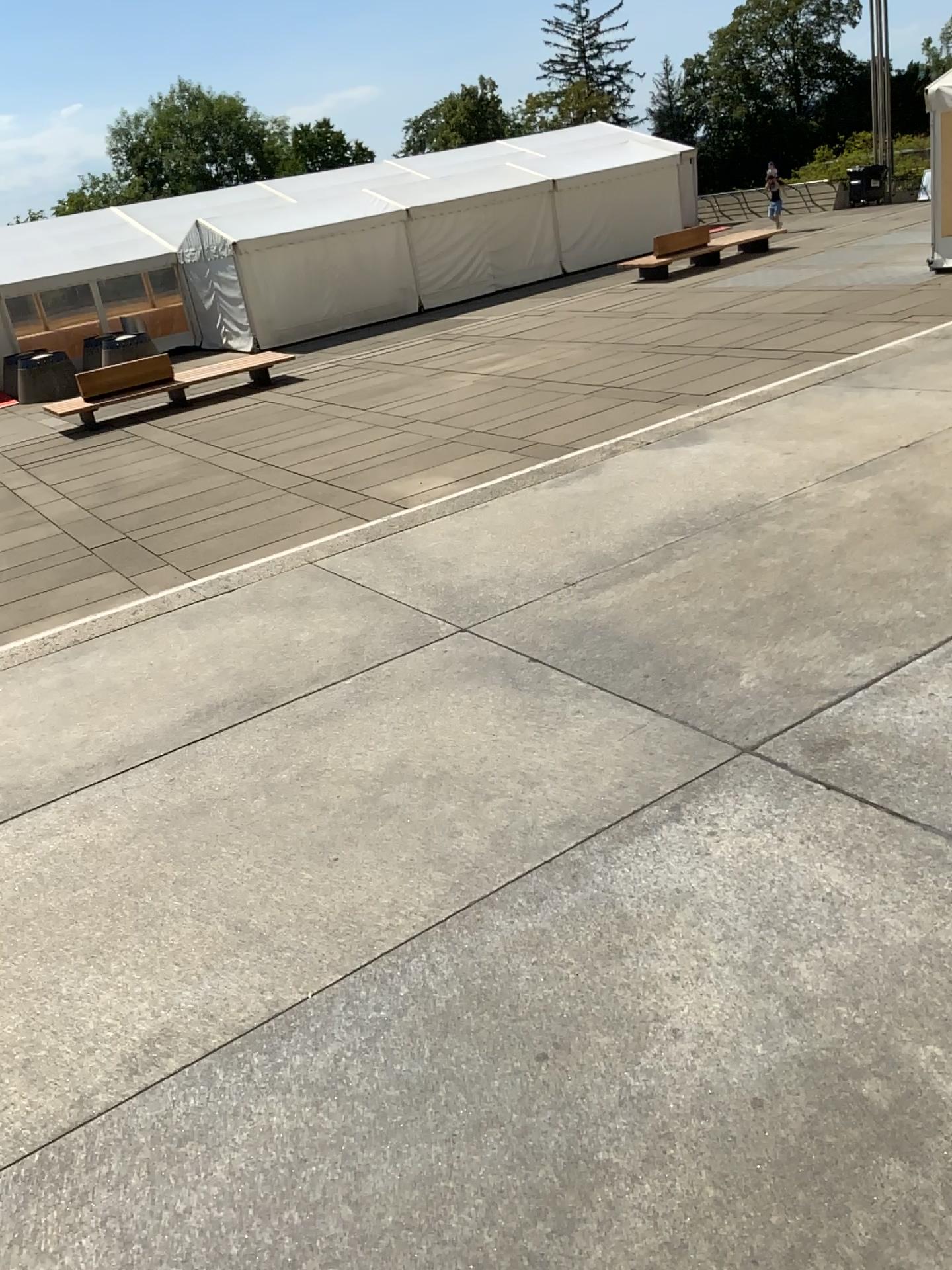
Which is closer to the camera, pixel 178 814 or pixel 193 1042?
pixel 193 1042
